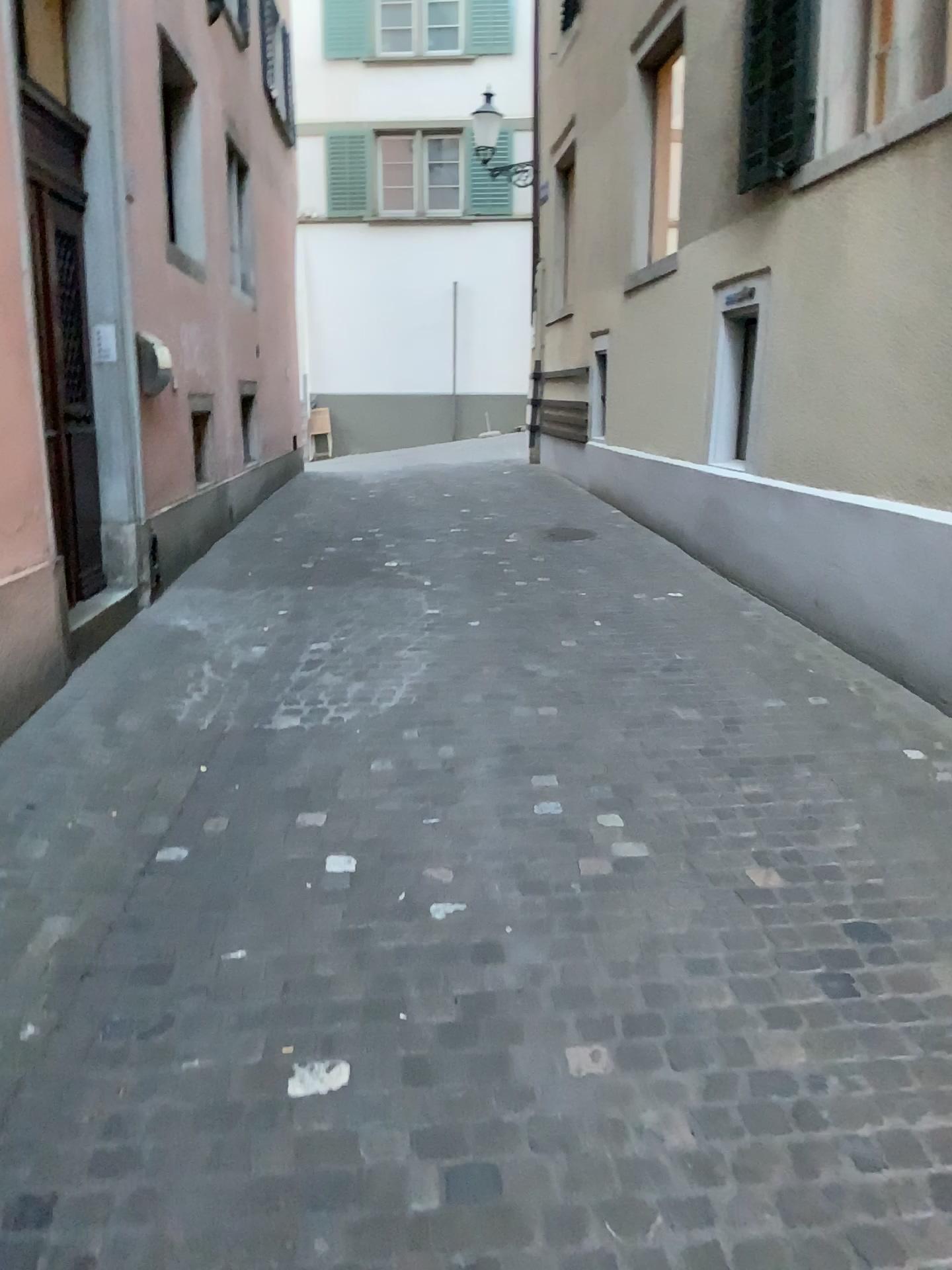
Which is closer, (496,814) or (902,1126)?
(902,1126)
